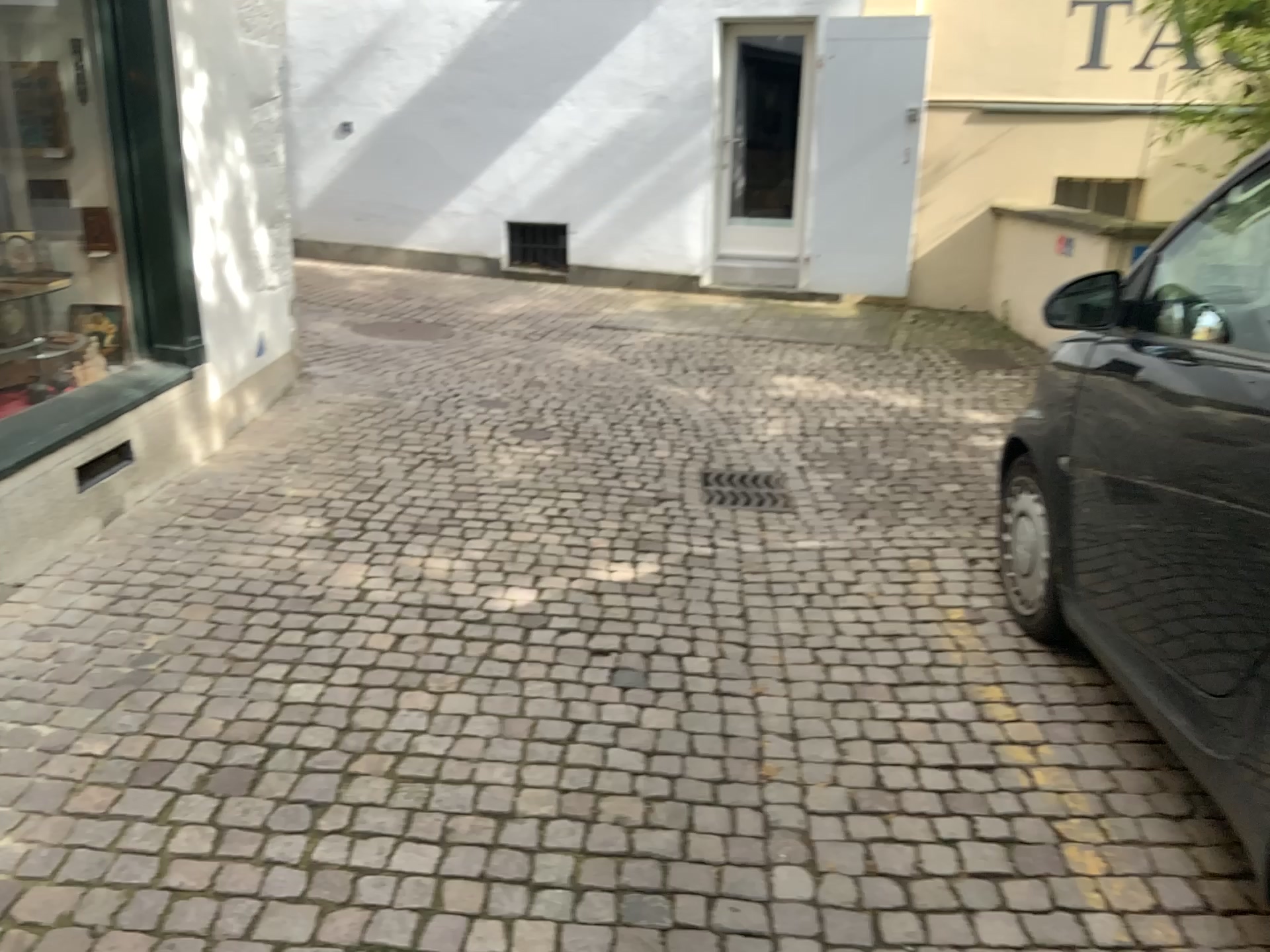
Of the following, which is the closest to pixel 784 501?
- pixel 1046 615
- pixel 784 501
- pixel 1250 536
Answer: pixel 784 501

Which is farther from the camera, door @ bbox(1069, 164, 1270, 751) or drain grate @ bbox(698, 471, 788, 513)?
drain grate @ bbox(698, 471, 788, 513)

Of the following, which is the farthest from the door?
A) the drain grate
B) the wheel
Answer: the drain grate

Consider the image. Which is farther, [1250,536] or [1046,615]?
[1046,615]

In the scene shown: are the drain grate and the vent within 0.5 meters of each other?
yes

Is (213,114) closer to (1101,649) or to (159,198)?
(159,198)

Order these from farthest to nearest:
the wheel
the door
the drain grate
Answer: the drain grate → the wheel → the door

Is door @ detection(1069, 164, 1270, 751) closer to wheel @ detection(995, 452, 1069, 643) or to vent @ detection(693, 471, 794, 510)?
wheel @ detection(995, 452, 1069, 643)

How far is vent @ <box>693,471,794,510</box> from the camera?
4.4m

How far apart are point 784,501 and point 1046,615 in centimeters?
138cm
